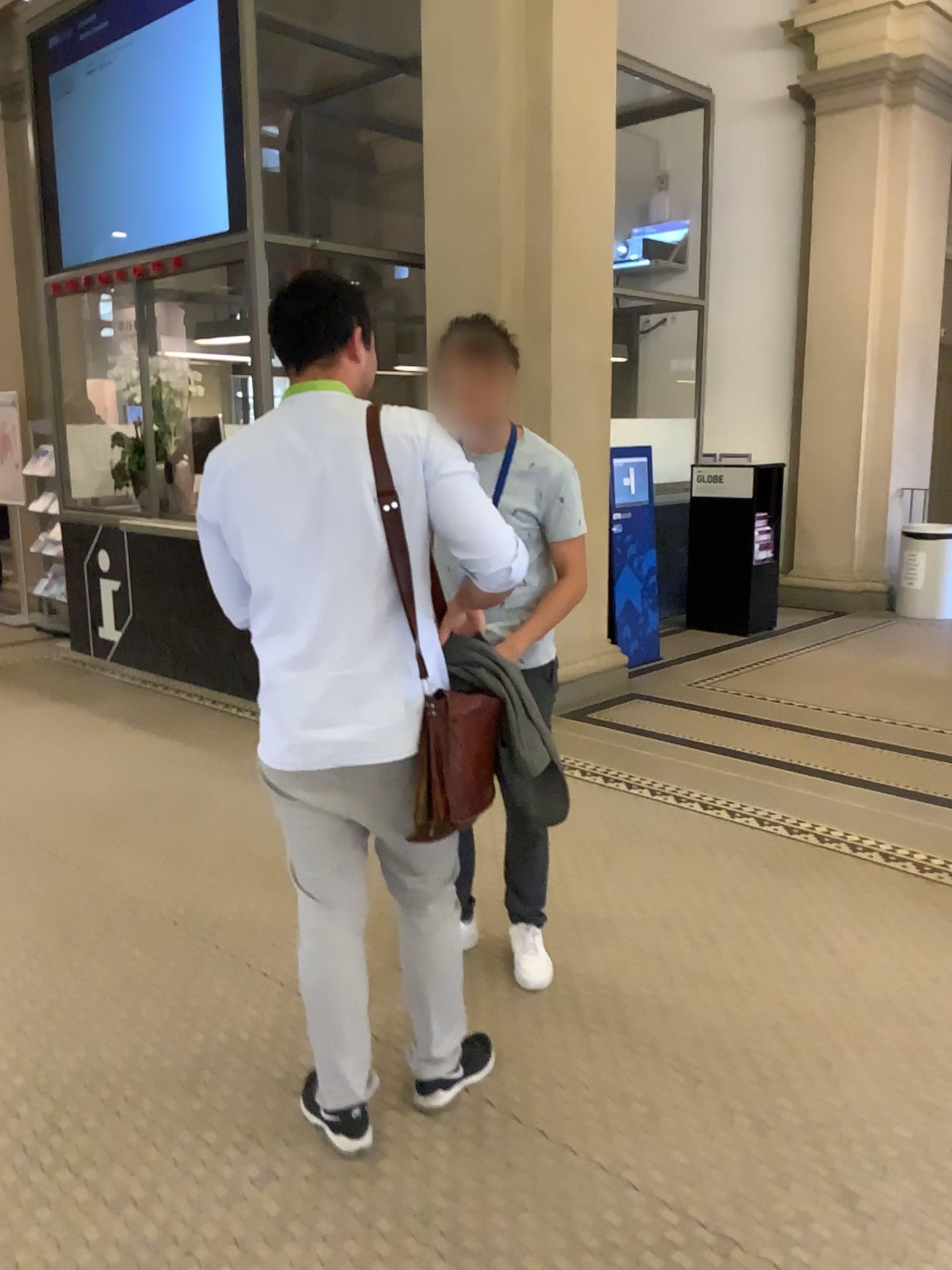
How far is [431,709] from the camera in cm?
202

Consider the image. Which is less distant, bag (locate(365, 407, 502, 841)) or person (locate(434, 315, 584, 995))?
bag (locate(365, 407, 502, 841))

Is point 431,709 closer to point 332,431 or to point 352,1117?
point 332,431

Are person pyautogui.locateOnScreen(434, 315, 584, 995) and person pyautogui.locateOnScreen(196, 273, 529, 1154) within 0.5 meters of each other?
yes

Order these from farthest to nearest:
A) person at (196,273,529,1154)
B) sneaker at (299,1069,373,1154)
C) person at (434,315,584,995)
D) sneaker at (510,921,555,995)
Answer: sneaker at (510,921,555,995)
person at (434,315,584,995)
sneaker at (299,1069,373,1154)
person at (196,273,529,1154)

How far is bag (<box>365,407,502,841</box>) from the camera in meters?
2.0

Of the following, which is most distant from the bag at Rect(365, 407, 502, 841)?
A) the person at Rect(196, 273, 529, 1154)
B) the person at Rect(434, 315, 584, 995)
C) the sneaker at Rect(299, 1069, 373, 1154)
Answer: the sneaker at Rect(299, 1069, 373, 1154)

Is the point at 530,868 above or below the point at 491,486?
below

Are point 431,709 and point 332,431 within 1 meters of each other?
yes

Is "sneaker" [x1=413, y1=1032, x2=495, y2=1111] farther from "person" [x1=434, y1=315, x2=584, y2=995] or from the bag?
the bag
